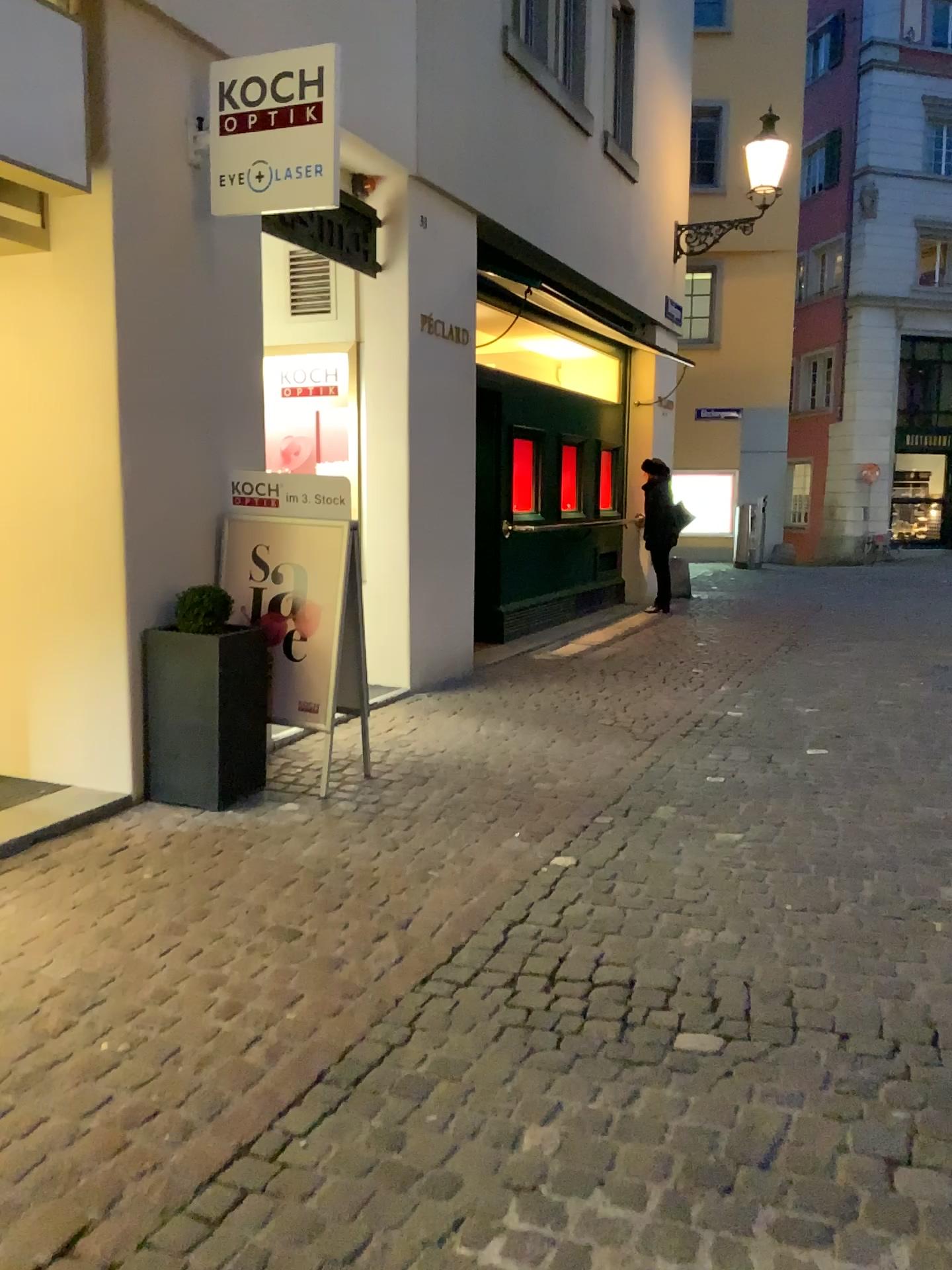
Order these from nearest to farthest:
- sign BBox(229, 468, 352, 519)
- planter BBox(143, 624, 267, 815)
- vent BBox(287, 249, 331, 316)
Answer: planter BBox(143, 624, 267, 815), sign BBox(229, 468, 352, 519), vent BBox(287, 249, 331, 316)

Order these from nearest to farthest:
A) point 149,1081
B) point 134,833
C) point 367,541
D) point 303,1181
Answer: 1. point 303,1181
2. point 149,1081
3. point 134,833
4. point 367,541

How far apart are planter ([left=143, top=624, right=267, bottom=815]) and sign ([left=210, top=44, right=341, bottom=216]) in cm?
172

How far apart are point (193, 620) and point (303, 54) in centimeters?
227cm

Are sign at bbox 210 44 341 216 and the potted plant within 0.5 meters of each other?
no

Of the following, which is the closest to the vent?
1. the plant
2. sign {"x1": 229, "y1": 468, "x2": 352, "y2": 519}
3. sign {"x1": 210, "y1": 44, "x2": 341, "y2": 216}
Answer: sign {"x1": 210, "y1": 44, "x2": 341, "y2": 216}

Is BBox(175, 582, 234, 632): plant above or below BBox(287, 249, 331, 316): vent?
below

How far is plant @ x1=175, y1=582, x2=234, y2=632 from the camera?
4.2 meters

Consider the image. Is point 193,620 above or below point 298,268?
below

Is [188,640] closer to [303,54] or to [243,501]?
[243,501]
